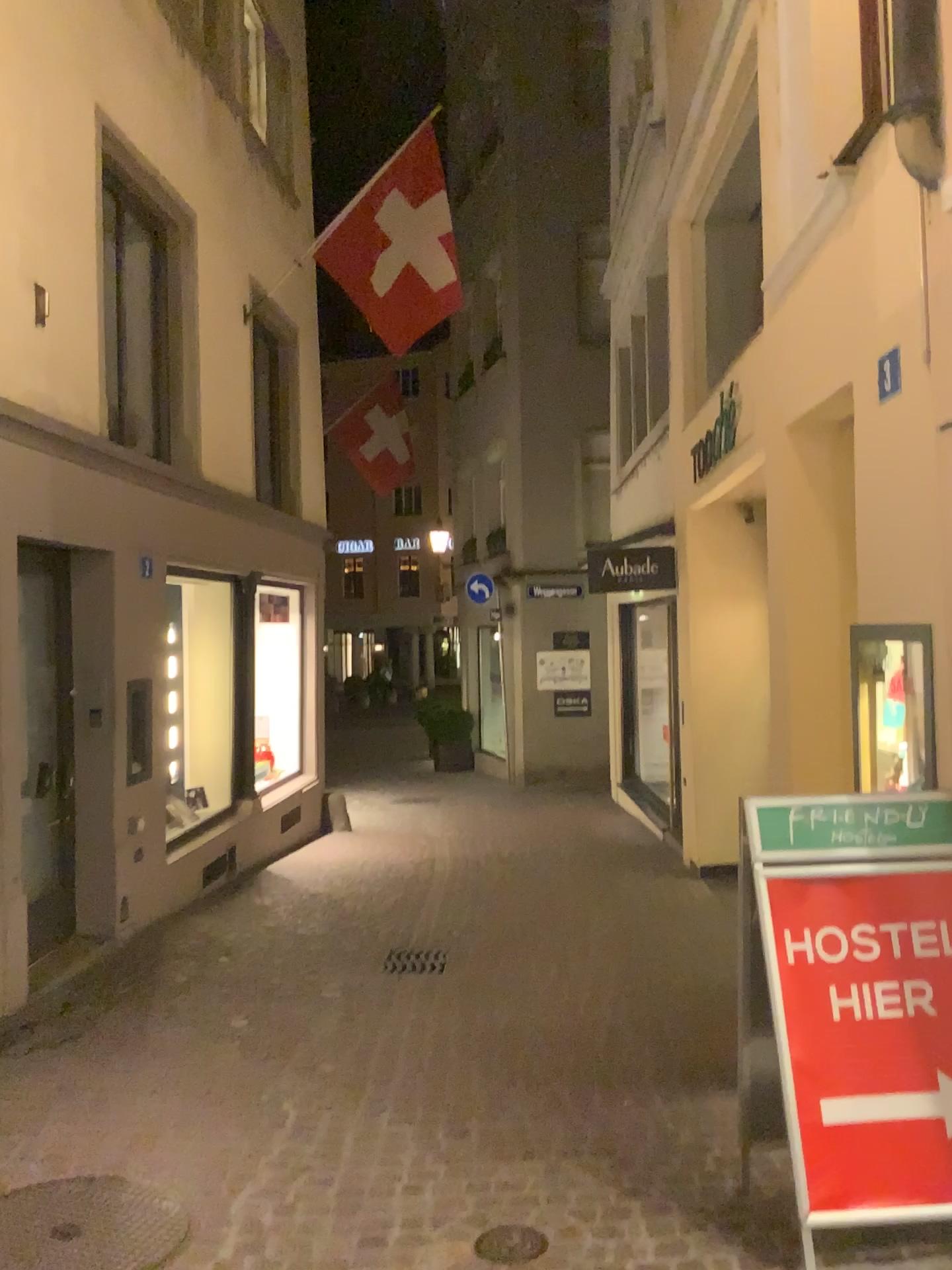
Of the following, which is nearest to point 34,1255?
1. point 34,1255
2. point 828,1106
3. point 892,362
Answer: point 34,1255

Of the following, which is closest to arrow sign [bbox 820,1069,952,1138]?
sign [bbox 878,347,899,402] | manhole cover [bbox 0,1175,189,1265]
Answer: manhole cover [bbox 0,1175,189,1265]

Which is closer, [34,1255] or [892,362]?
[34,1255]

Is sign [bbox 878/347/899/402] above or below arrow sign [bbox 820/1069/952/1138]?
above

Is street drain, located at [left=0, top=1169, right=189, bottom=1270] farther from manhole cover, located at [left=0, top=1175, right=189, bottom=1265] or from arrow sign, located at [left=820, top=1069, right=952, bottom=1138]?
arrow sign, located at [left=820, top=1069, right=952, bottom=1138]

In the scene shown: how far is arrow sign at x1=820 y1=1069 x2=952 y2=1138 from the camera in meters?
2.8

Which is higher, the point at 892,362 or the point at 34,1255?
the point at 892,362

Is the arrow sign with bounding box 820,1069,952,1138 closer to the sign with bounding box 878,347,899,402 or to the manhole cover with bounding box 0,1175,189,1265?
the manhole cover with bounding box 0,1175,189,1265

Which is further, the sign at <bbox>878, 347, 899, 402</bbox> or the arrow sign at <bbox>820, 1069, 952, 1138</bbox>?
the sign at <bbox>878, 347, 899, 402</bbox>

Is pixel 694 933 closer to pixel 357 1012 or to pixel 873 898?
pixel 357 1012
